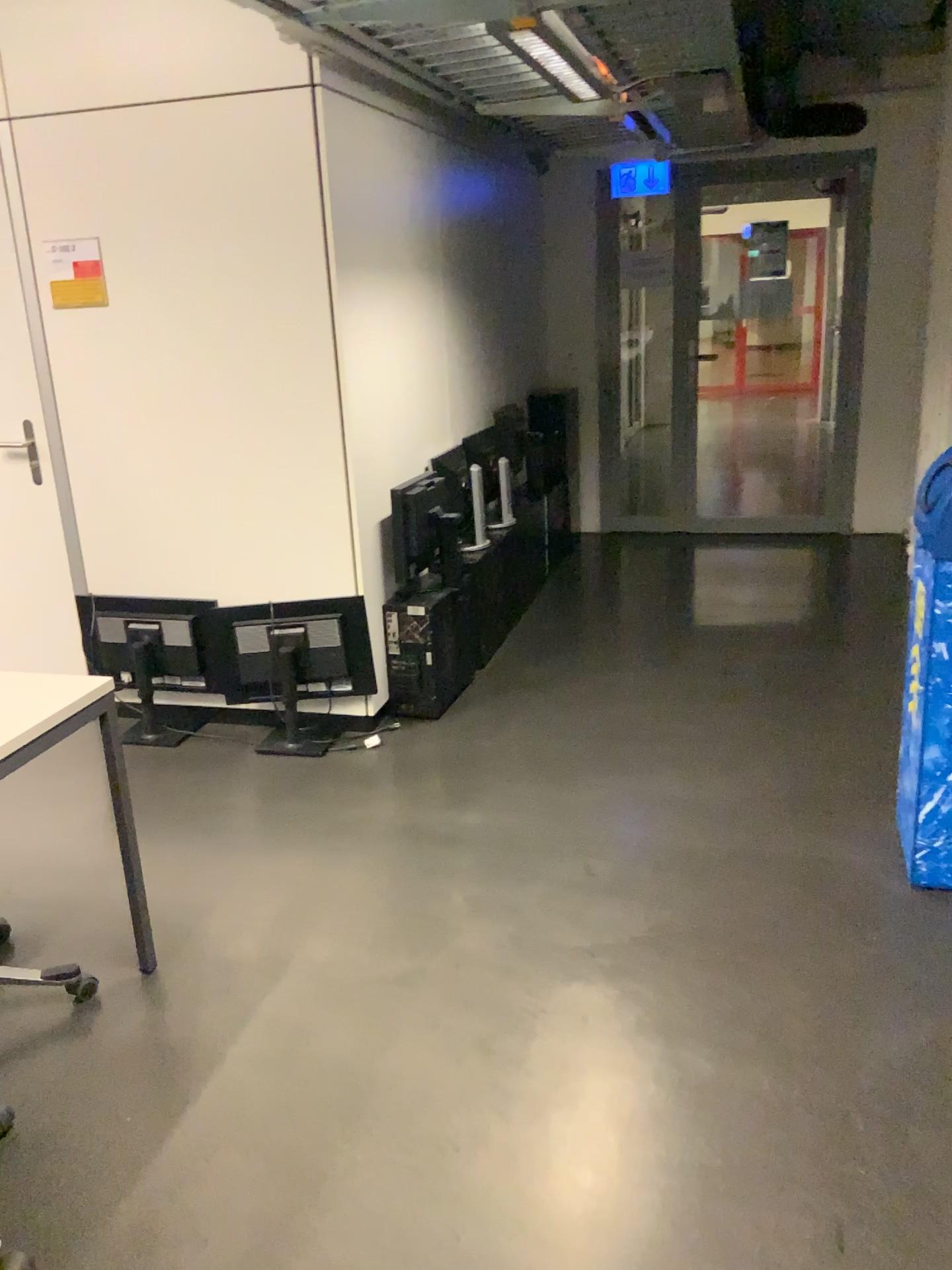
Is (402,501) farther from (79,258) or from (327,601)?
(79,258)

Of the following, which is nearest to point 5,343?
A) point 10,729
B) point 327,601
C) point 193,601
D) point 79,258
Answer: point 79,258

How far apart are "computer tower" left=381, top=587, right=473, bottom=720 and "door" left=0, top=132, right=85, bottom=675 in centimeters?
120cm

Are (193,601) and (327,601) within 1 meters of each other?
yes

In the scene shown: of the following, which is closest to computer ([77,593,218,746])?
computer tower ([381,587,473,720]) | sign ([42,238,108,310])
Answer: computer tower ([381,587,473,720])

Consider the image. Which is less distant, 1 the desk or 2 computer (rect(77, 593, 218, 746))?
1 the desk

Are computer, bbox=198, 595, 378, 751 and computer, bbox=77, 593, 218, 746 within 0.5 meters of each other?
yes

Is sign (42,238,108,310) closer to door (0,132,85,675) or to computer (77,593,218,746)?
door (0,132,85,675)

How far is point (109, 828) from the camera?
3.1m

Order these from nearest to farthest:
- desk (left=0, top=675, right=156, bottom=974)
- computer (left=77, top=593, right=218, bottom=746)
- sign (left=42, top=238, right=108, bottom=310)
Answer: desk (left=0, top=675, right=156, bottom=974) < sign (left=42, top=238, right=108, bottom=310) < computer (left=77, top=593, right=218, bottom=746)
